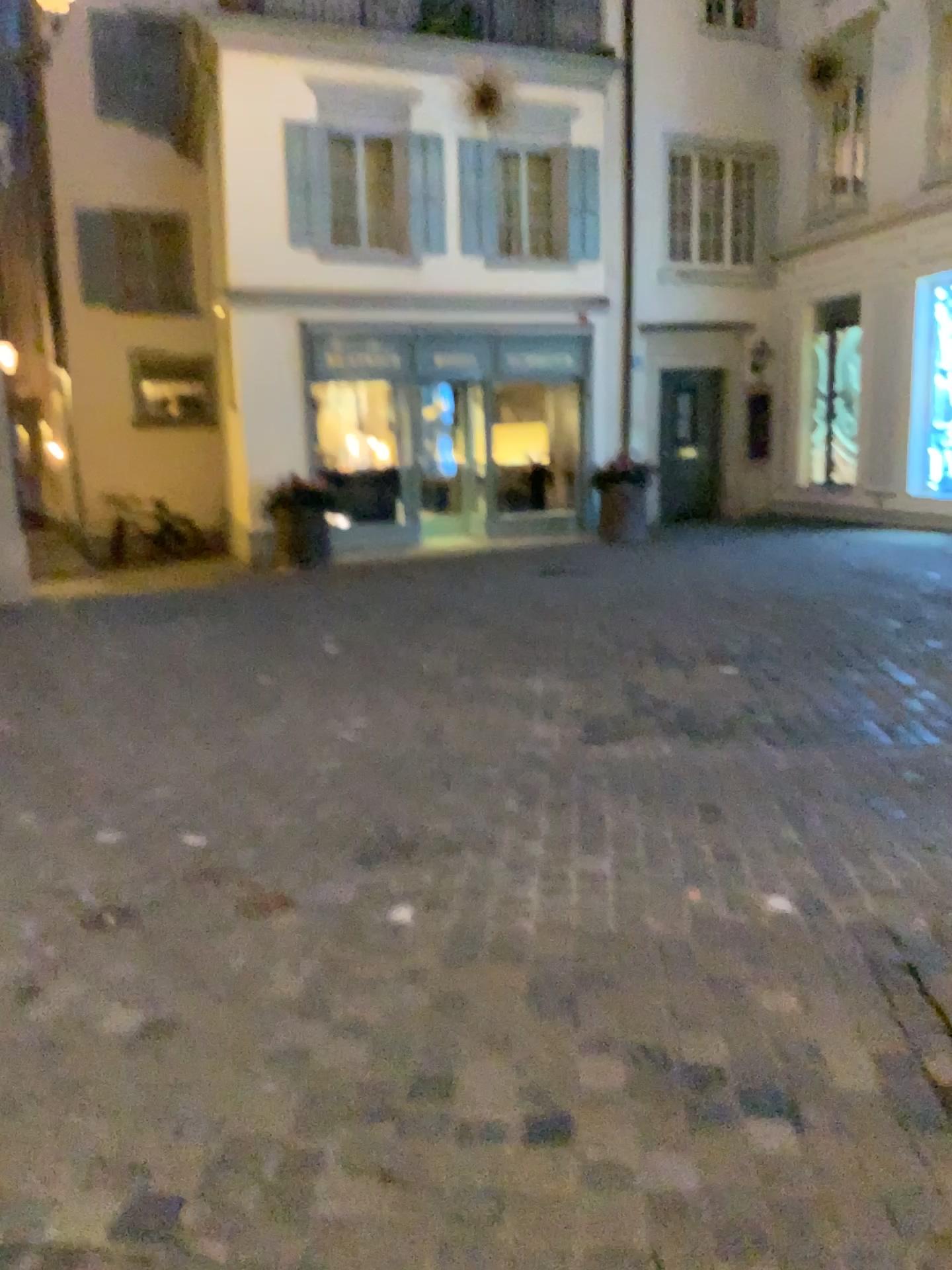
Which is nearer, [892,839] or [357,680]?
[892,839]
